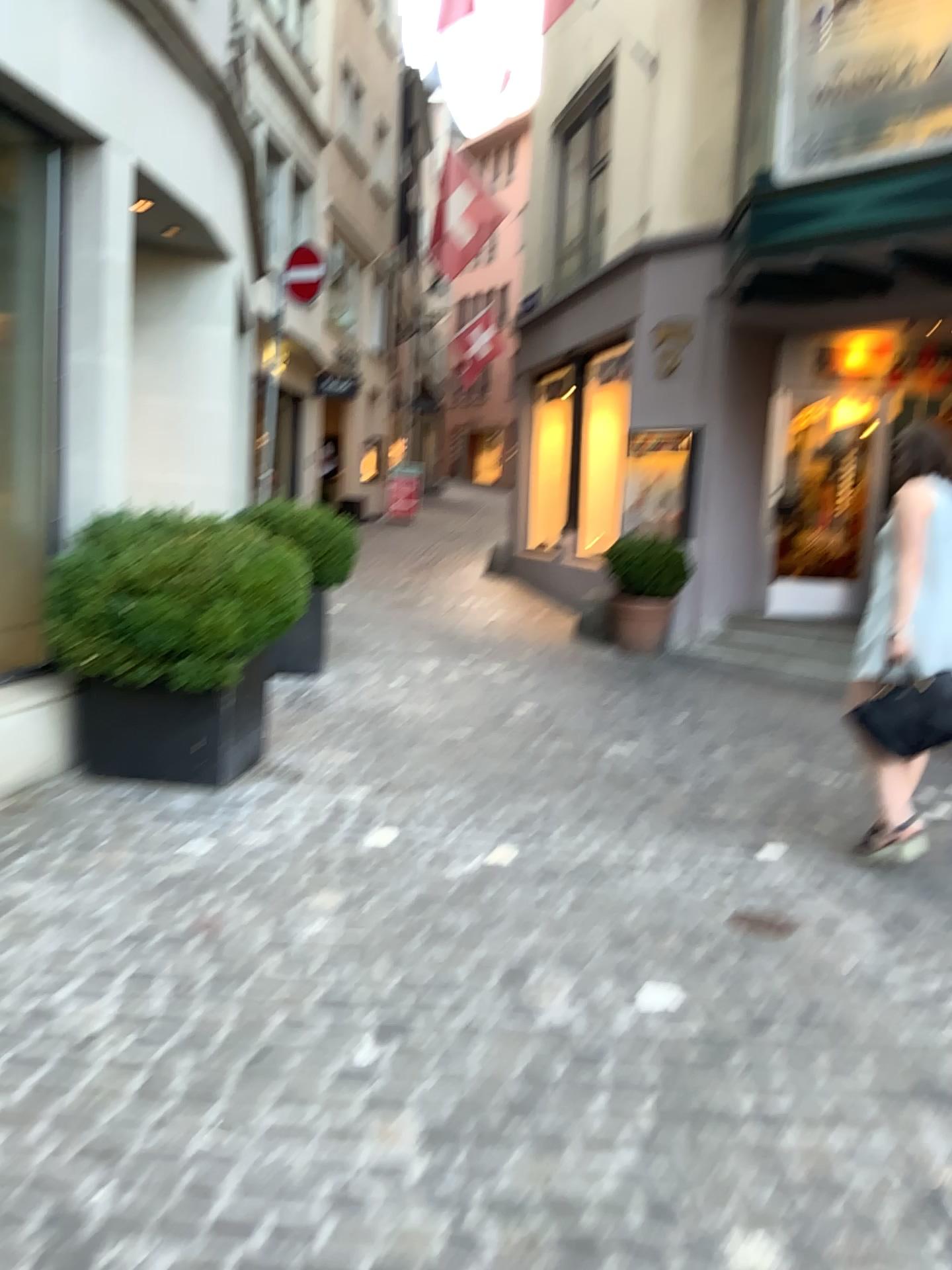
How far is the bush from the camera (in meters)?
4.12

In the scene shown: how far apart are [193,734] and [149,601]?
0.60m

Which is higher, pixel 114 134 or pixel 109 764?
pixel 114 134

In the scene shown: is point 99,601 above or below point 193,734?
above

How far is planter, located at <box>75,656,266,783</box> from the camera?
4.34m

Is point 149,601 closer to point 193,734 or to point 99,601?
point 99,601
